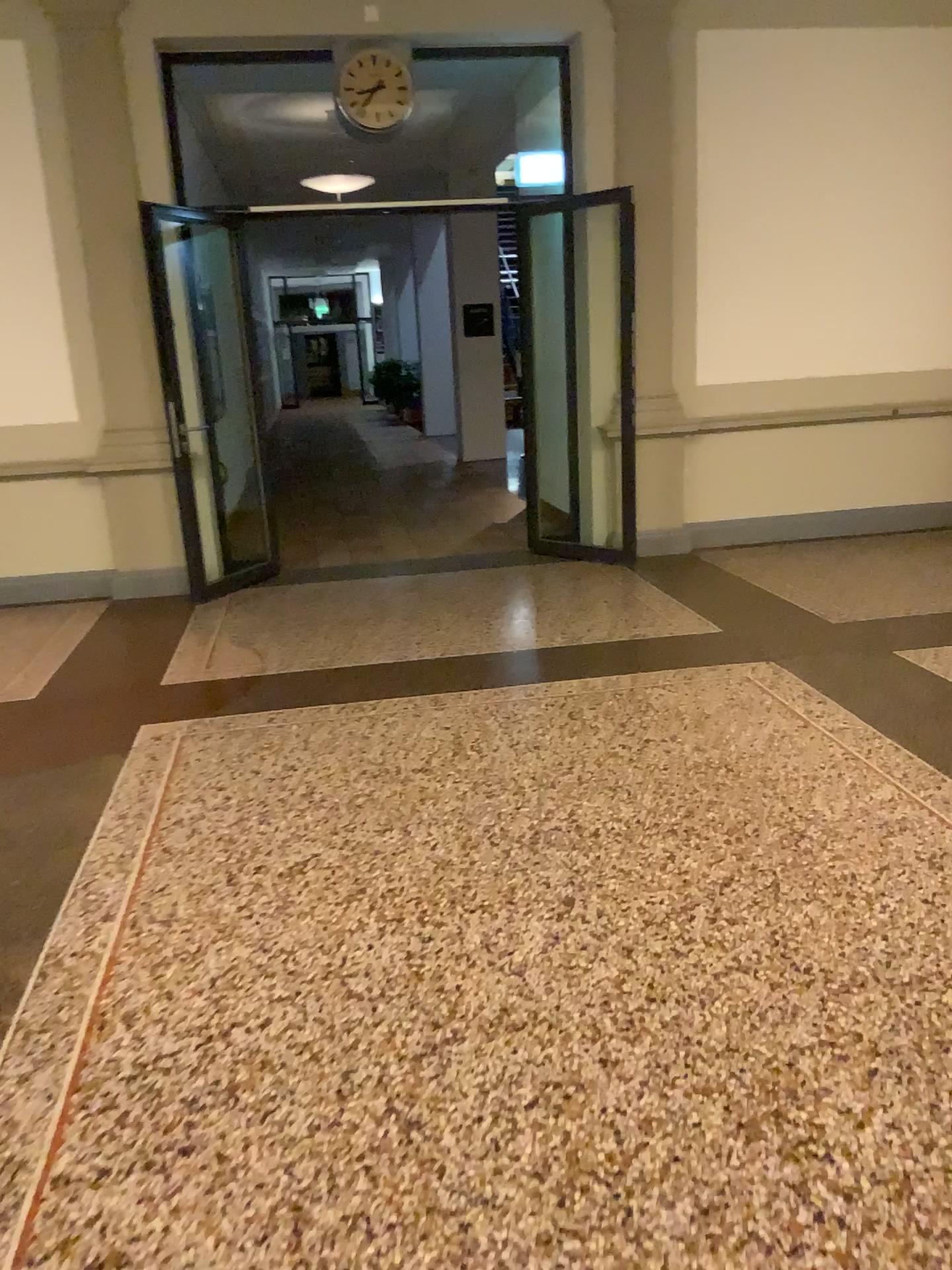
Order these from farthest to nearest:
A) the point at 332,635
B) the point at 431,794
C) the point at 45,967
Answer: the point at 332,635 < the point at 431,794 < the point at 45,967
